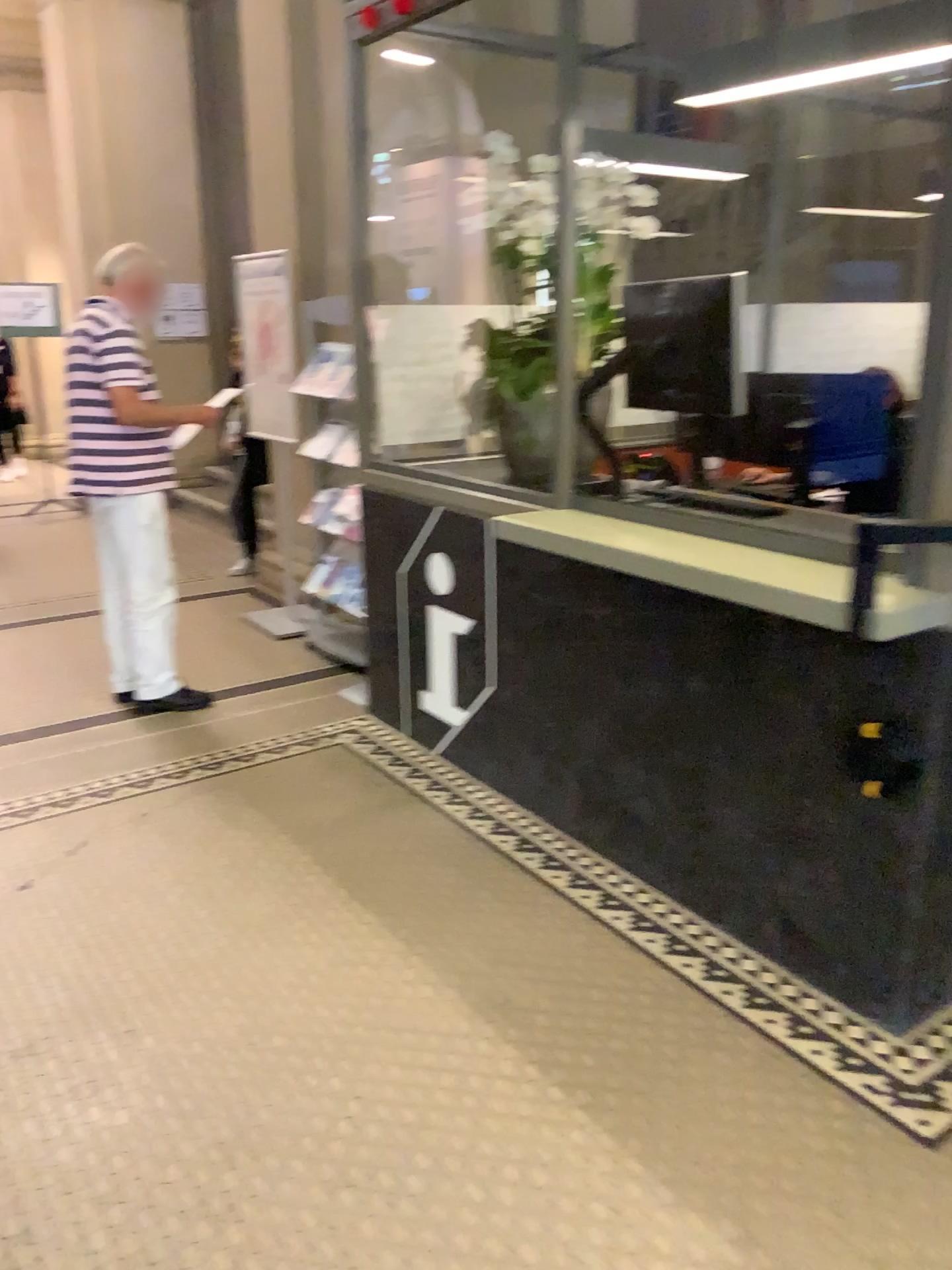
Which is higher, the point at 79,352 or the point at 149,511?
the point at 79,352

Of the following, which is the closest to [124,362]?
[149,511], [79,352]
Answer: [79,352]

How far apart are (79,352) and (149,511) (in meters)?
0.63

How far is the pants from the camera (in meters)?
4.09

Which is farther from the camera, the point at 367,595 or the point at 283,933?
the point at 367,595

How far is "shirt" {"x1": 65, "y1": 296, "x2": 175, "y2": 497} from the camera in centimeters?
387cm
